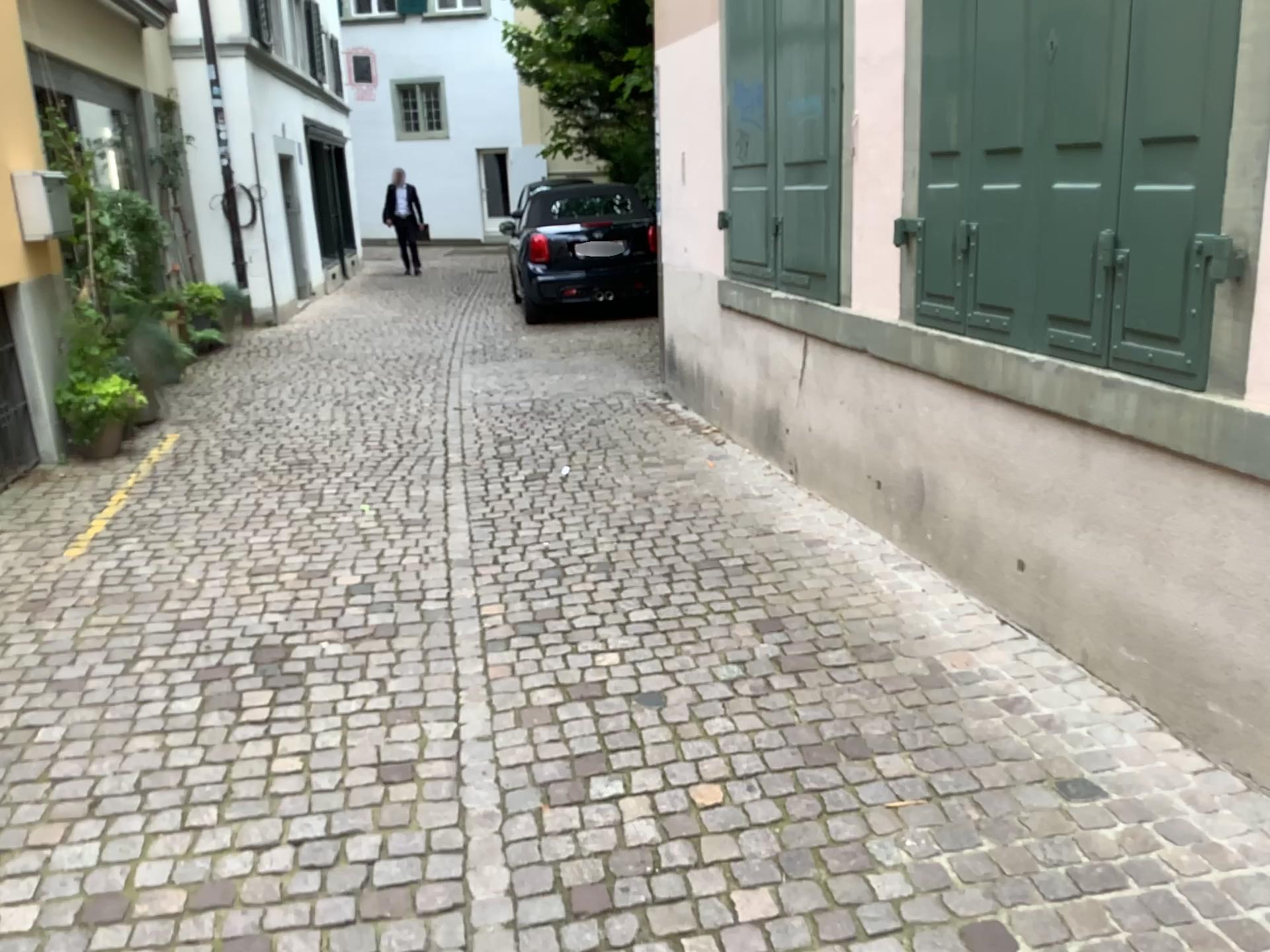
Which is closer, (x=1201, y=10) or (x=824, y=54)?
(x=1201, y=10)

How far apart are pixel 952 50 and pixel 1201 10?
1.04m

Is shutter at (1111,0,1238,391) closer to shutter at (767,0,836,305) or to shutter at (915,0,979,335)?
shutter at (915,0,979,335)

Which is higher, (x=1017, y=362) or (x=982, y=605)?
(x=1017, y=362)

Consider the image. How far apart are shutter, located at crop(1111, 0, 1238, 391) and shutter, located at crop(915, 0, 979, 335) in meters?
0.7 m

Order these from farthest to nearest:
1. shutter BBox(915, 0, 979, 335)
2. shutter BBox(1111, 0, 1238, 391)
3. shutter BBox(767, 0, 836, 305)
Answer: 1. shutter BBox(767, 0, 836, 305)
2. shutter BBox(915, 0, 979, 335)
3. shutter BBox(1111, 0, 1238, 391)

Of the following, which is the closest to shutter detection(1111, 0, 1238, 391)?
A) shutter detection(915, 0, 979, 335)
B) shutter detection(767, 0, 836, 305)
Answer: shutter detection(915, 0, 979, 335)

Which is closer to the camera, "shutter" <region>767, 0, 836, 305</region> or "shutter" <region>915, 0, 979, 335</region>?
"shutter" <region>915, 0, 979, 335</region>

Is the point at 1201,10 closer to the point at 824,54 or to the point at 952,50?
the point at 952,50

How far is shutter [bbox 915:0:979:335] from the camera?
3.3 meters
